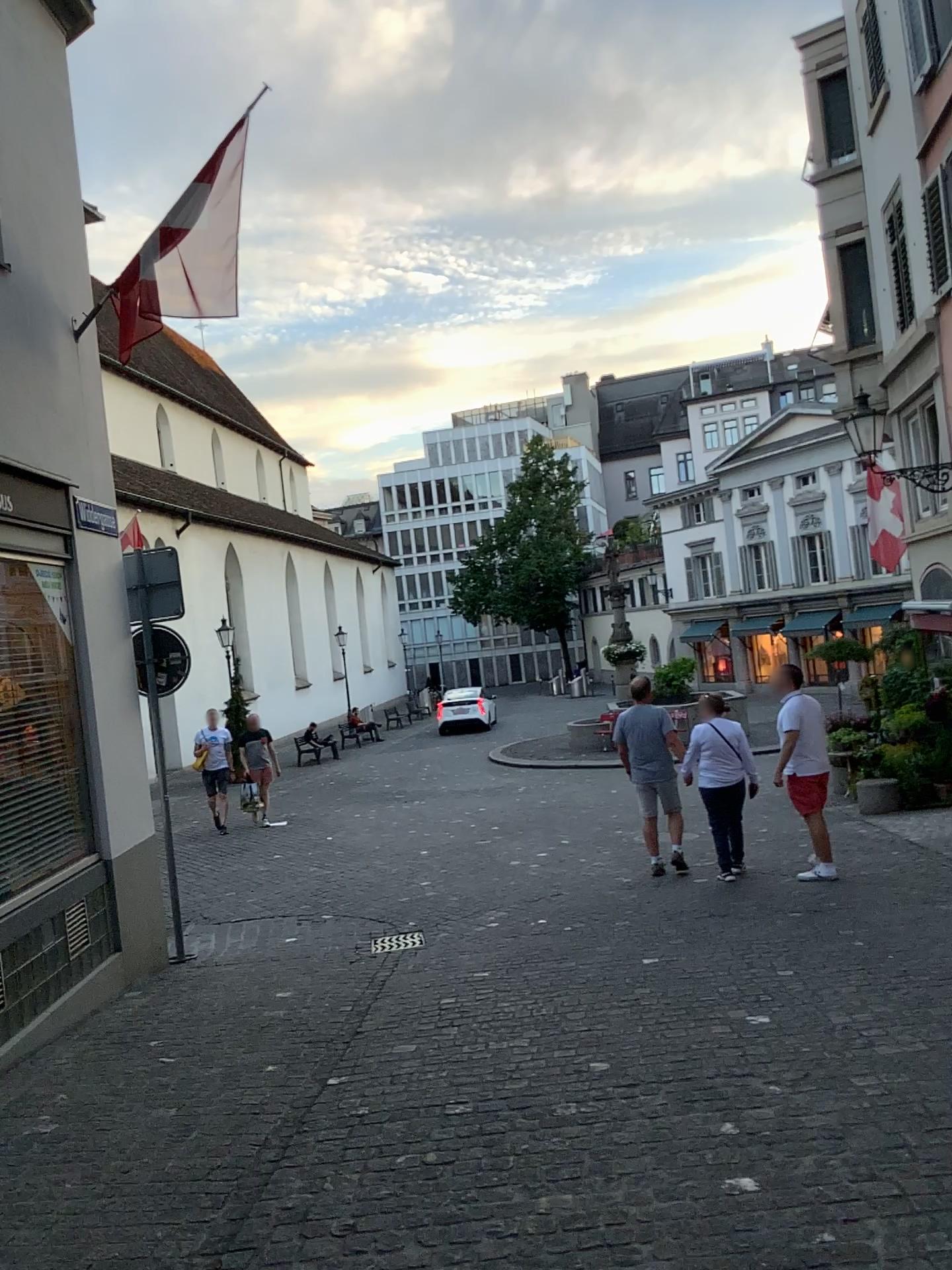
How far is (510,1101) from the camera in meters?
3.9 m
